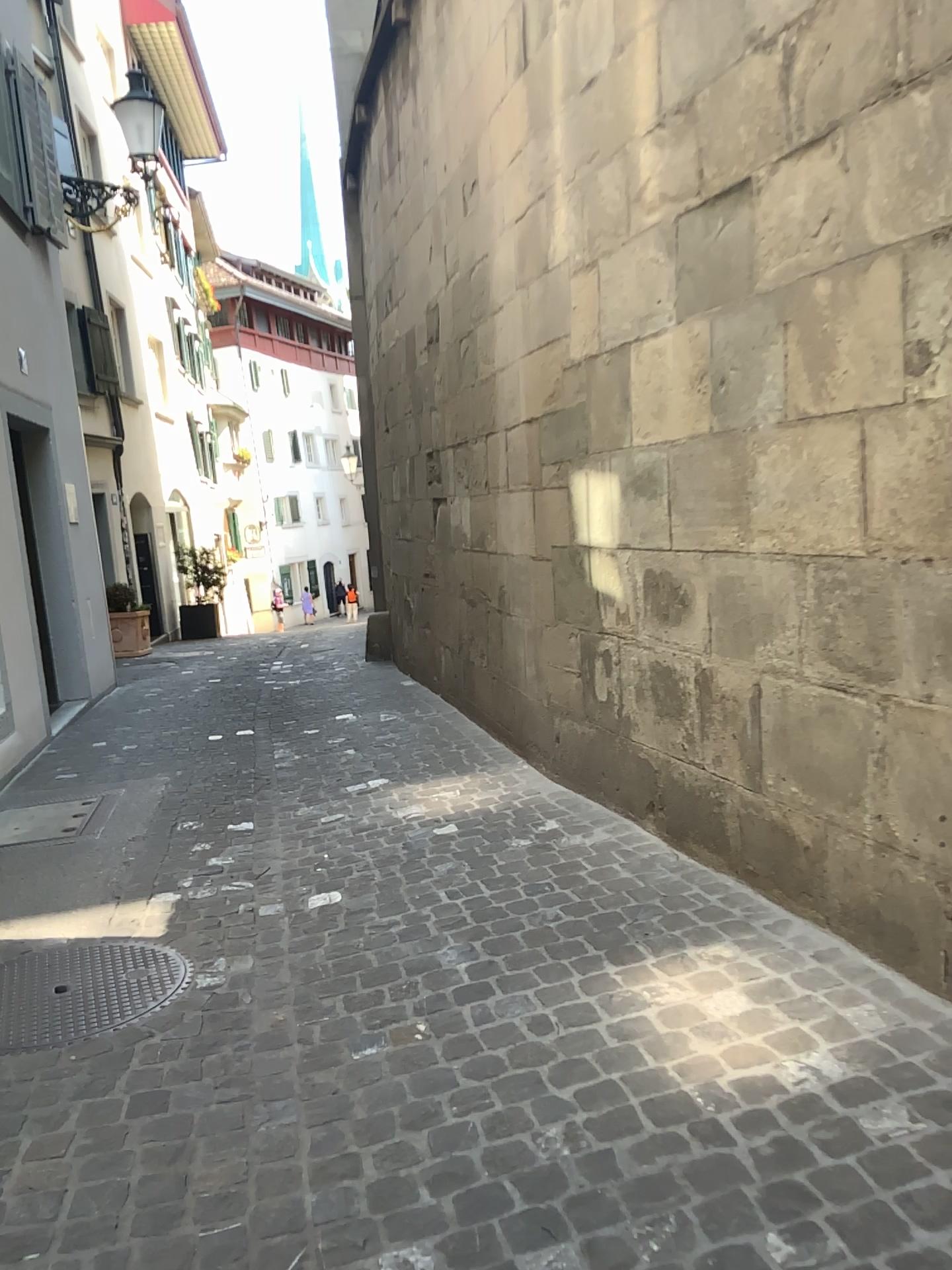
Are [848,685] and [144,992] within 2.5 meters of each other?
yes
